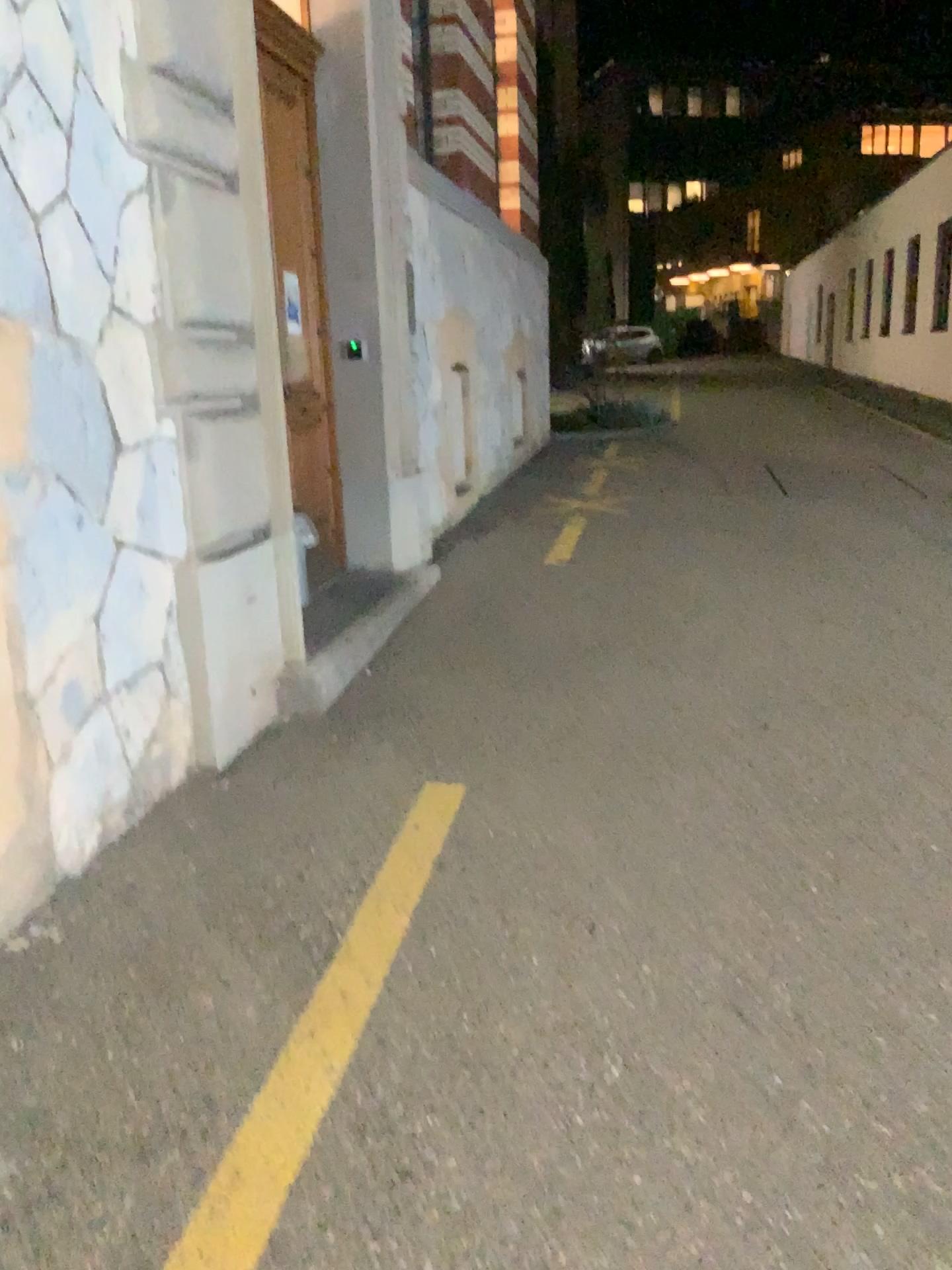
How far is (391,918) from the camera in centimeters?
277cm
